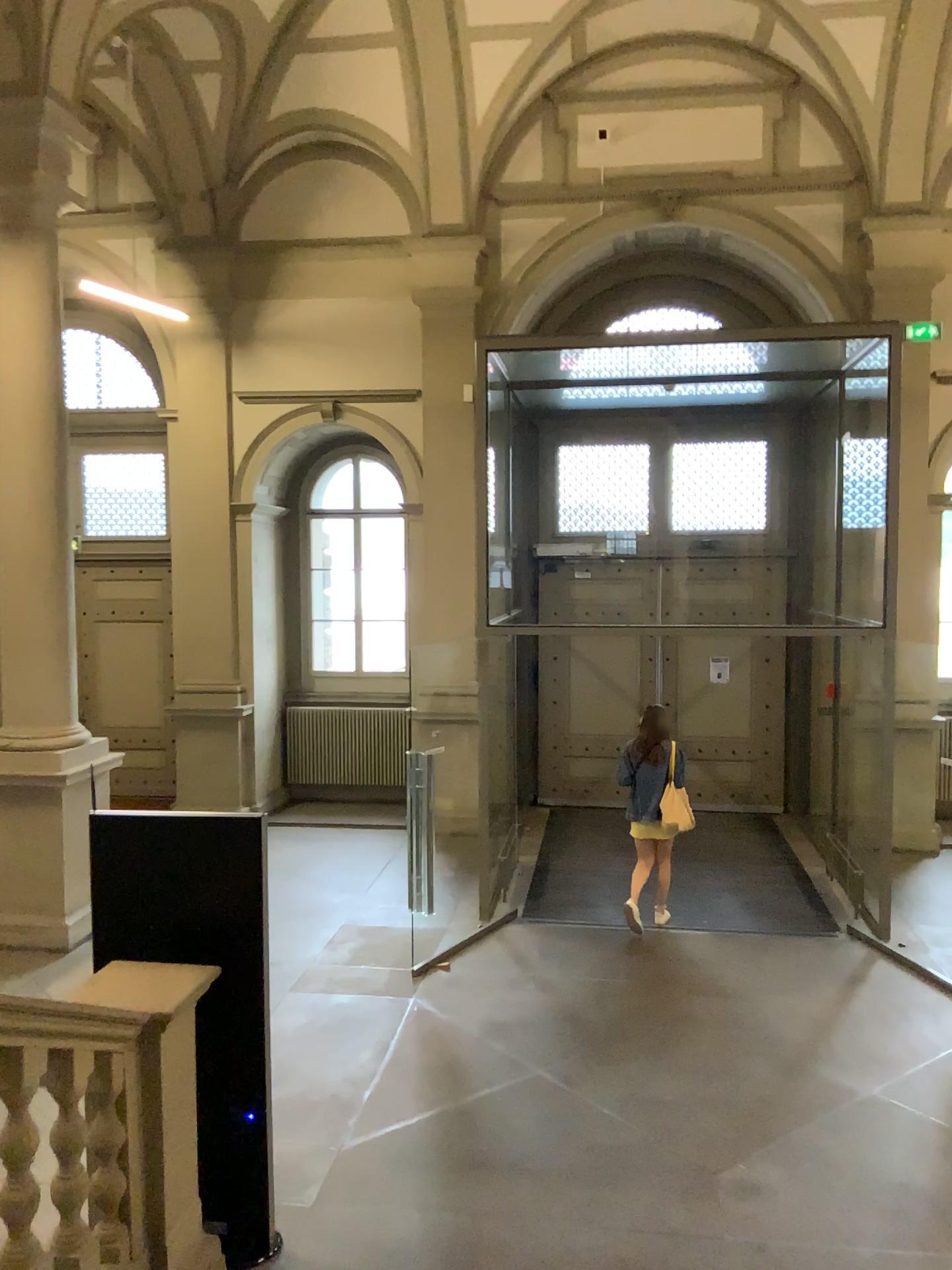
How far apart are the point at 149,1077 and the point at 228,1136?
0.99m
